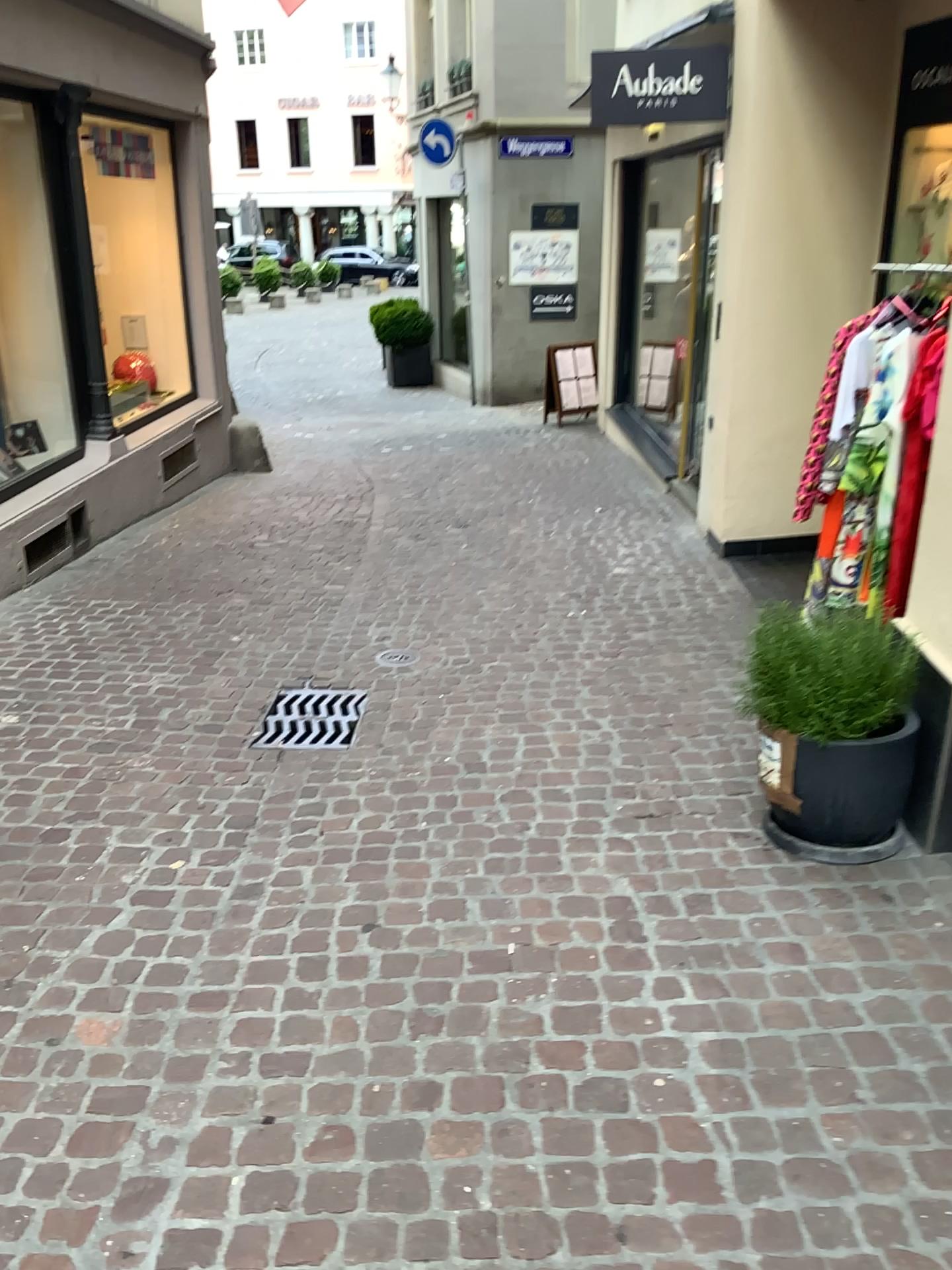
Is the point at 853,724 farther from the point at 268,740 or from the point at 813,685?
the point at 268,740

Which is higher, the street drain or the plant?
the plant

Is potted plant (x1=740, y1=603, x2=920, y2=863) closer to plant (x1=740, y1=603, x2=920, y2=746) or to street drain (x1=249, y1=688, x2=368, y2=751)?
plant (x1=740, y1=603, x2=920, y2=746)

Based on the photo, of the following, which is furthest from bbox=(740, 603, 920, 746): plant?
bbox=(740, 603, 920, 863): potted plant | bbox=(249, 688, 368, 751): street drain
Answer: bbox=(249, 688, 368, 751): street drain

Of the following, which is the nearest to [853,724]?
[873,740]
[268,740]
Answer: [873,740]

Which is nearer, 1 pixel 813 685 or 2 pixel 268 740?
1 pixel 813 685

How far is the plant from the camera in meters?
2.9 m

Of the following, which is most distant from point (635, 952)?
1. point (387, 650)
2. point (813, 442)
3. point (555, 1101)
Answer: point (387, 650)

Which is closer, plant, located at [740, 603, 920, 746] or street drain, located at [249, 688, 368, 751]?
plant, located at [740, 603, 920, 746]

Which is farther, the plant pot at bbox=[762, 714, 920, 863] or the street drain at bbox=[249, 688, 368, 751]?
the street drain at bbox=[249, 688, 368, 751]
